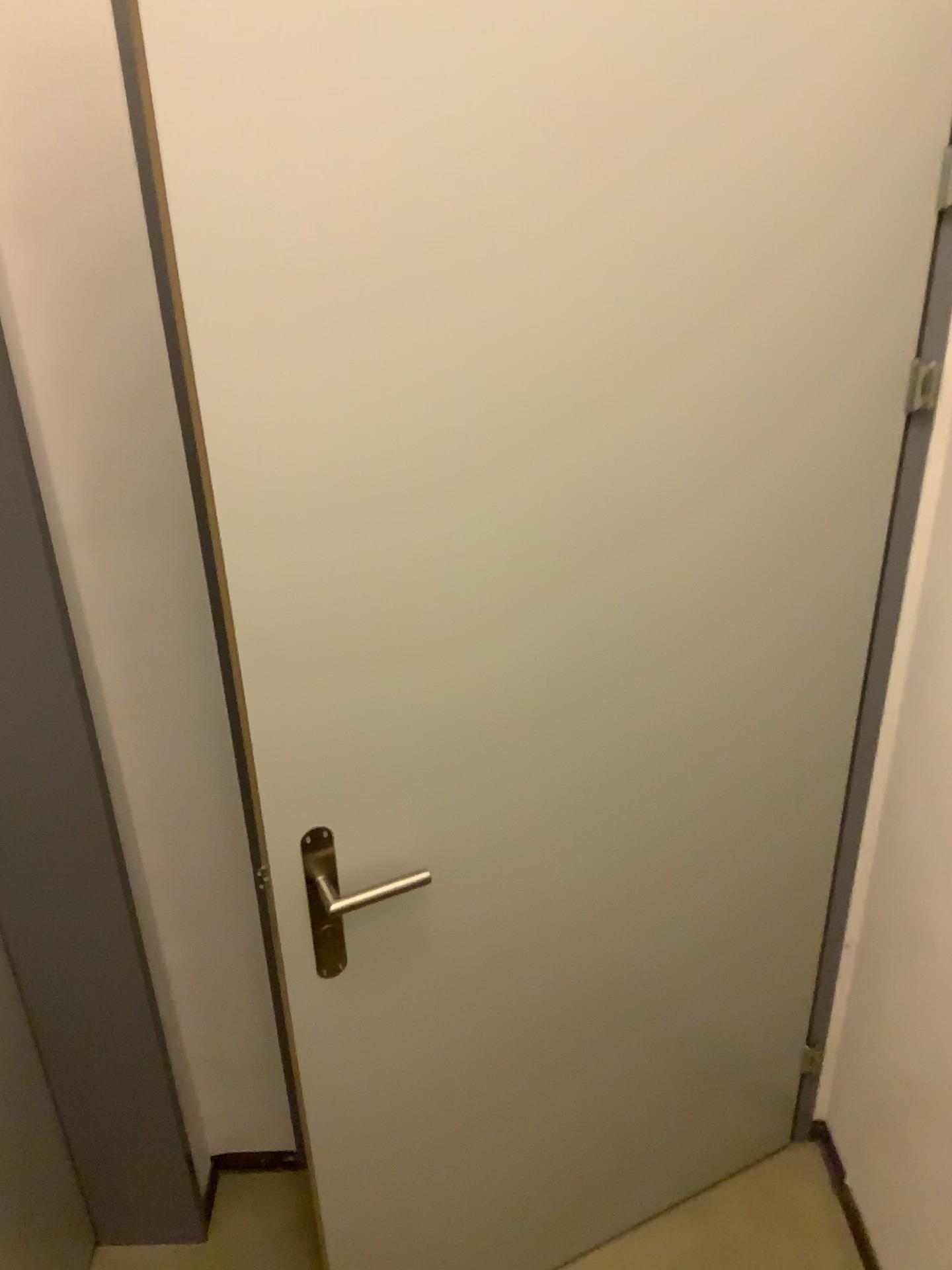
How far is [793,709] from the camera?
1.5m

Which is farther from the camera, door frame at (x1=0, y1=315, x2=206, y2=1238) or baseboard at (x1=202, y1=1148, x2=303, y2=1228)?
baseboard at (x1=202, y1=1148, x2=303, y2=1228)

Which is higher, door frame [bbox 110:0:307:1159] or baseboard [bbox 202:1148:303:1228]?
door frame [bbox 110:0:307:1159]

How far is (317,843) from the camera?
1.2 meters

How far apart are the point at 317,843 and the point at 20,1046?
0.73m

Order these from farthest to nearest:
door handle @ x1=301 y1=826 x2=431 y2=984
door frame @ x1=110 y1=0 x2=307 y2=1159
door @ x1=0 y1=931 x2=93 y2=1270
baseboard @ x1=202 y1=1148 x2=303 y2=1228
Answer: baseboard @ x1=202 y1=1148 x2=303 y2=1228 < door @ x1=0 y1=931 x2=93 y2=1270 < door handle @ x1=301 y1=826 x2=431 y2=984 < door frame @ x1=110 y1=0 x2=307 y2=1159

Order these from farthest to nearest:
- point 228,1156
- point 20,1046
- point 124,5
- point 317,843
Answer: point 228,1156 < point 20,1046 < point 317,843 < point 124,5

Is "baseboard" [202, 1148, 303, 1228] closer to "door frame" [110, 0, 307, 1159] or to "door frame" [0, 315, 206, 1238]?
"door frame" [0, 315, 206, 1238]

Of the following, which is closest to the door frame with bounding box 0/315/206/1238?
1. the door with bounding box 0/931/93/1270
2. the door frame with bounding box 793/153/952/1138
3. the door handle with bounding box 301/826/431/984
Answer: the door with bounding box 0/931/93/1270

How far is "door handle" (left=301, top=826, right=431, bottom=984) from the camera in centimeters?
124cm
